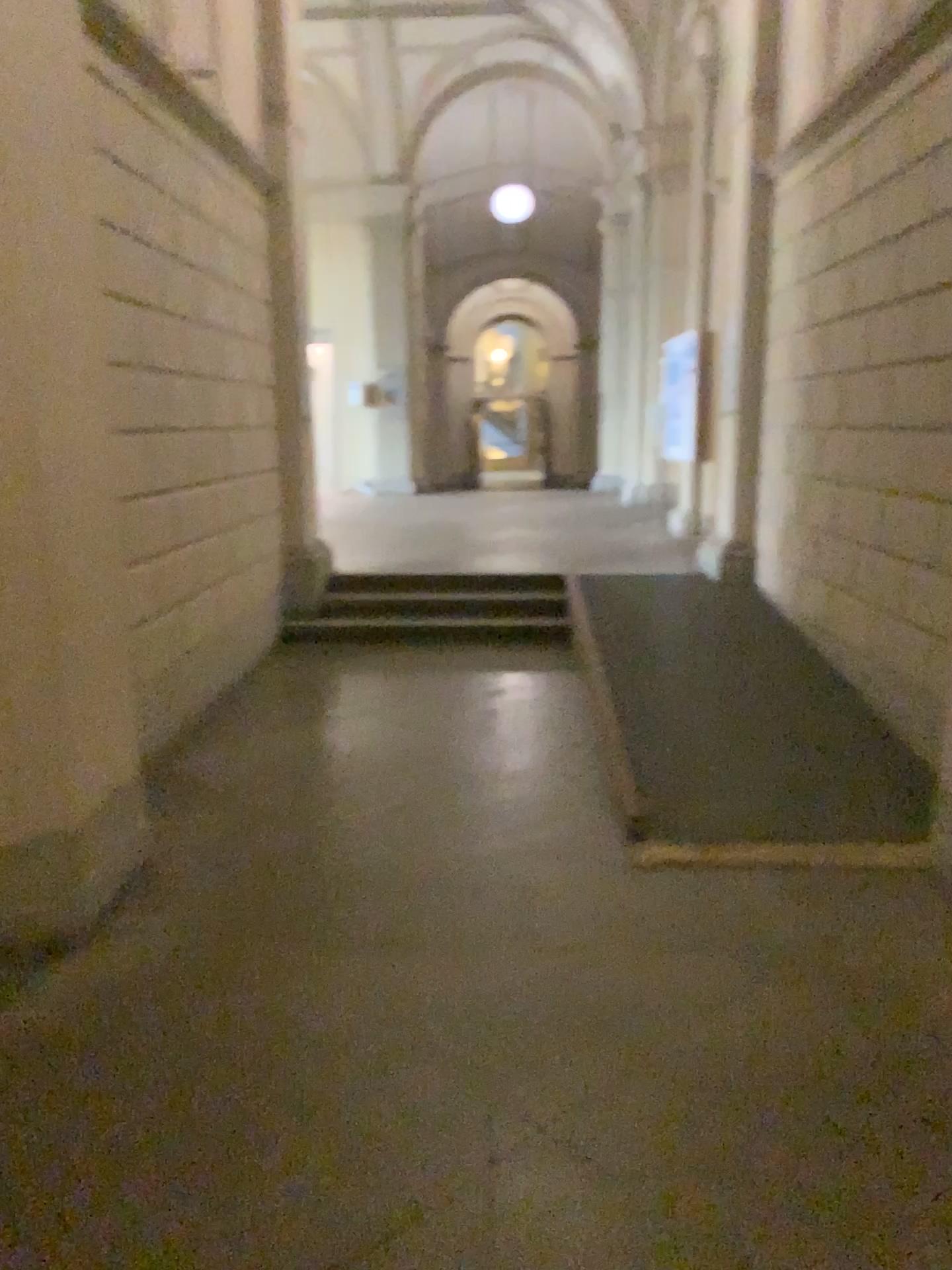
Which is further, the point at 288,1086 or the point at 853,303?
the point at 853,303
